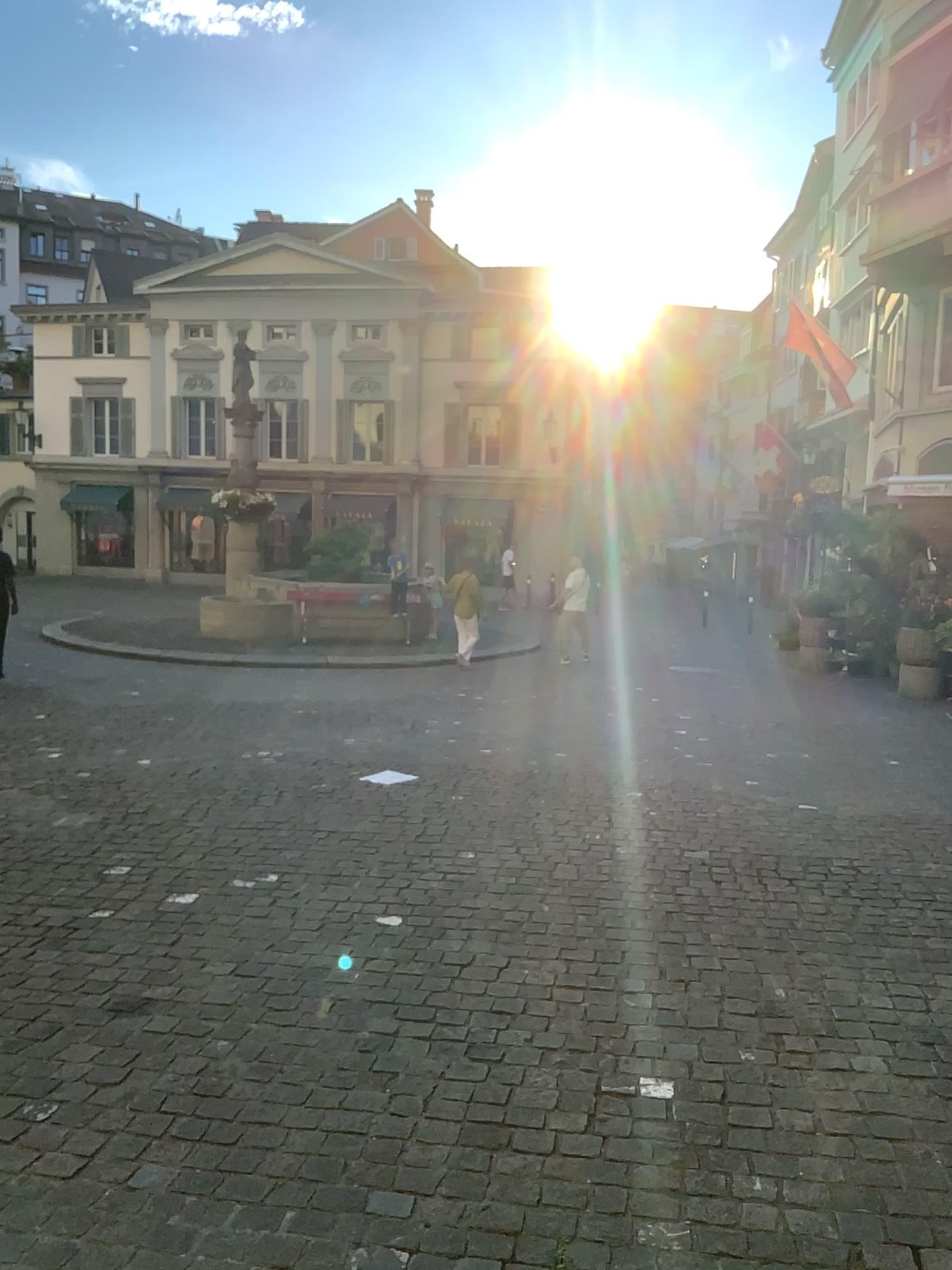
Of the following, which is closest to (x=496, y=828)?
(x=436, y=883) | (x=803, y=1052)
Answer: (x=436, y=883)
